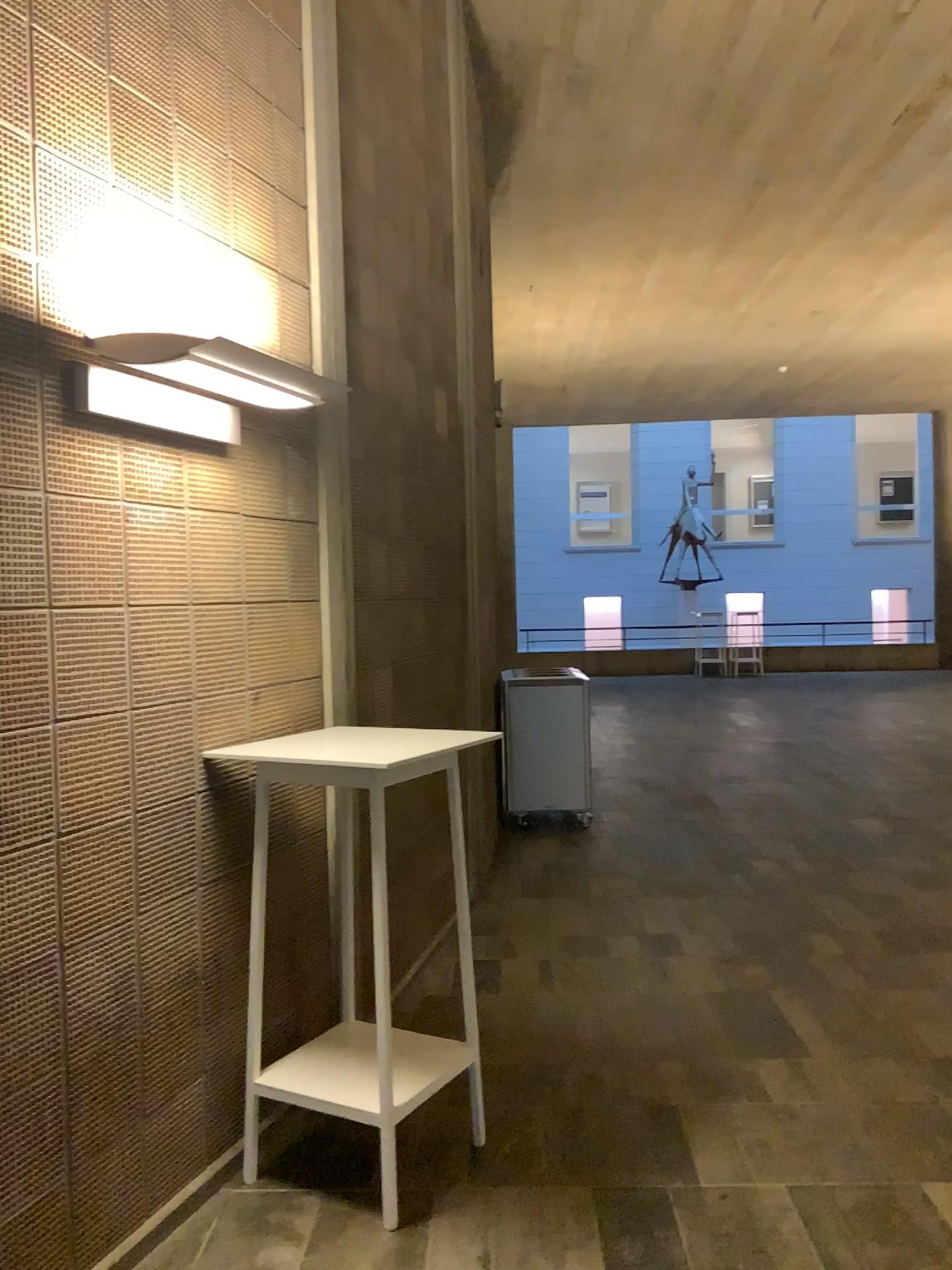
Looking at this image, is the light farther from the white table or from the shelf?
the shelf

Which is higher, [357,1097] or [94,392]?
[94,392]

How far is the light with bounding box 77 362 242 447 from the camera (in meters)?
2.43

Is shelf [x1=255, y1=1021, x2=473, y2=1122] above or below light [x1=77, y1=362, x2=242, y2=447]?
below

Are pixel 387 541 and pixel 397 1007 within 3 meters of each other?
yes

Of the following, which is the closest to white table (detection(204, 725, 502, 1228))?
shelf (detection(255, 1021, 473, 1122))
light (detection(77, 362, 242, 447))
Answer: shelf (detection(255, 1021, 473, 1122))

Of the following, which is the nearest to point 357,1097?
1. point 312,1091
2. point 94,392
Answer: point 312,1091

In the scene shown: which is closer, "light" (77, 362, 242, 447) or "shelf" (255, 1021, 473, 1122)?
"light" (77, 362, 242, 447)

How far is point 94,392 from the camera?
2.4m

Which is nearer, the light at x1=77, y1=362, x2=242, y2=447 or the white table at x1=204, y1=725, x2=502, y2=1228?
the light at x1=77, y1=362, x2=242, y2=447
